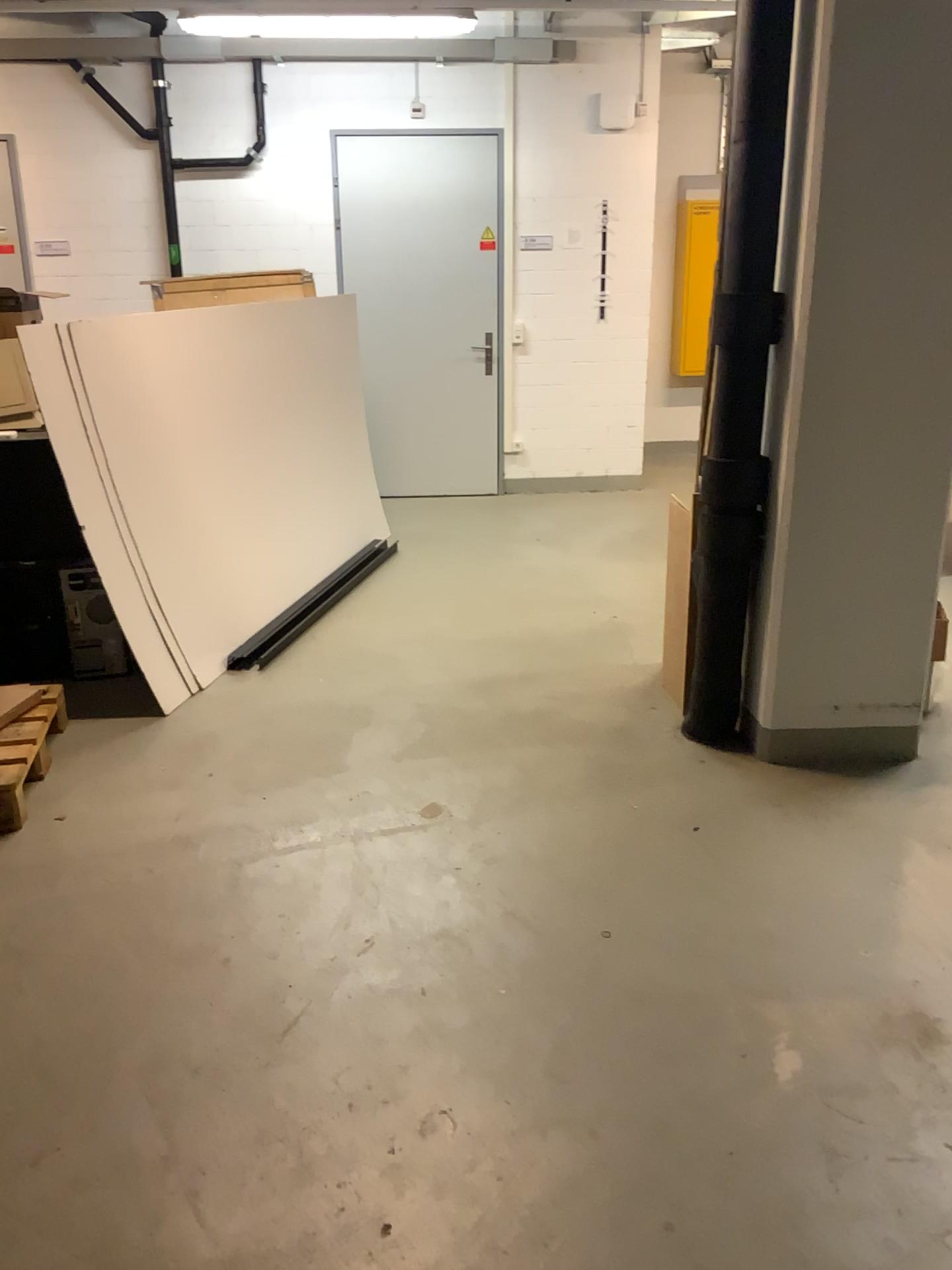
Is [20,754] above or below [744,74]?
below

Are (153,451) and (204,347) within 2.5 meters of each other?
yes
